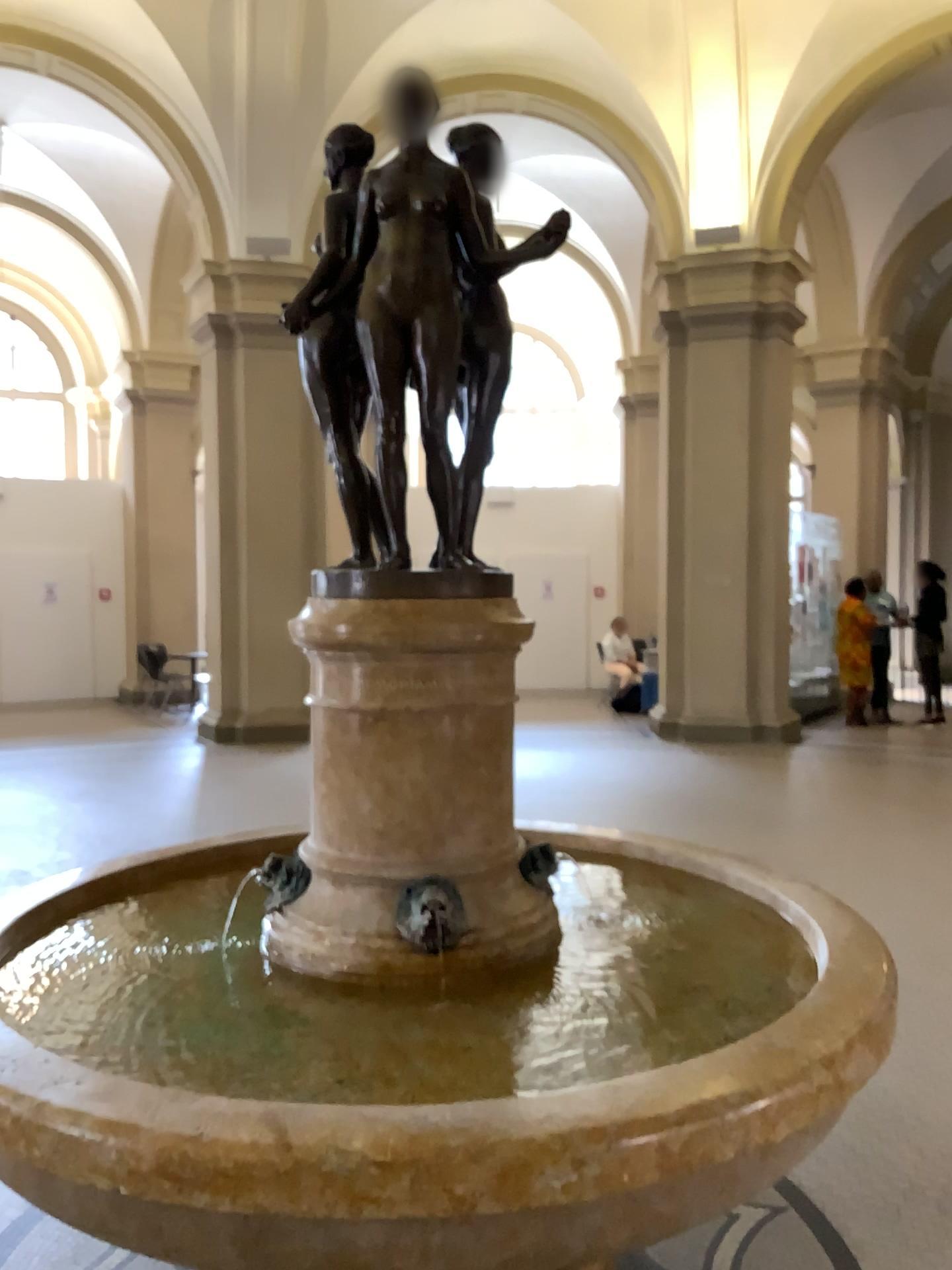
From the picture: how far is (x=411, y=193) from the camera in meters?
2.1 m

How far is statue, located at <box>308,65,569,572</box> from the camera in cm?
210

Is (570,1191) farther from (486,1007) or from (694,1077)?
(486,1007)
